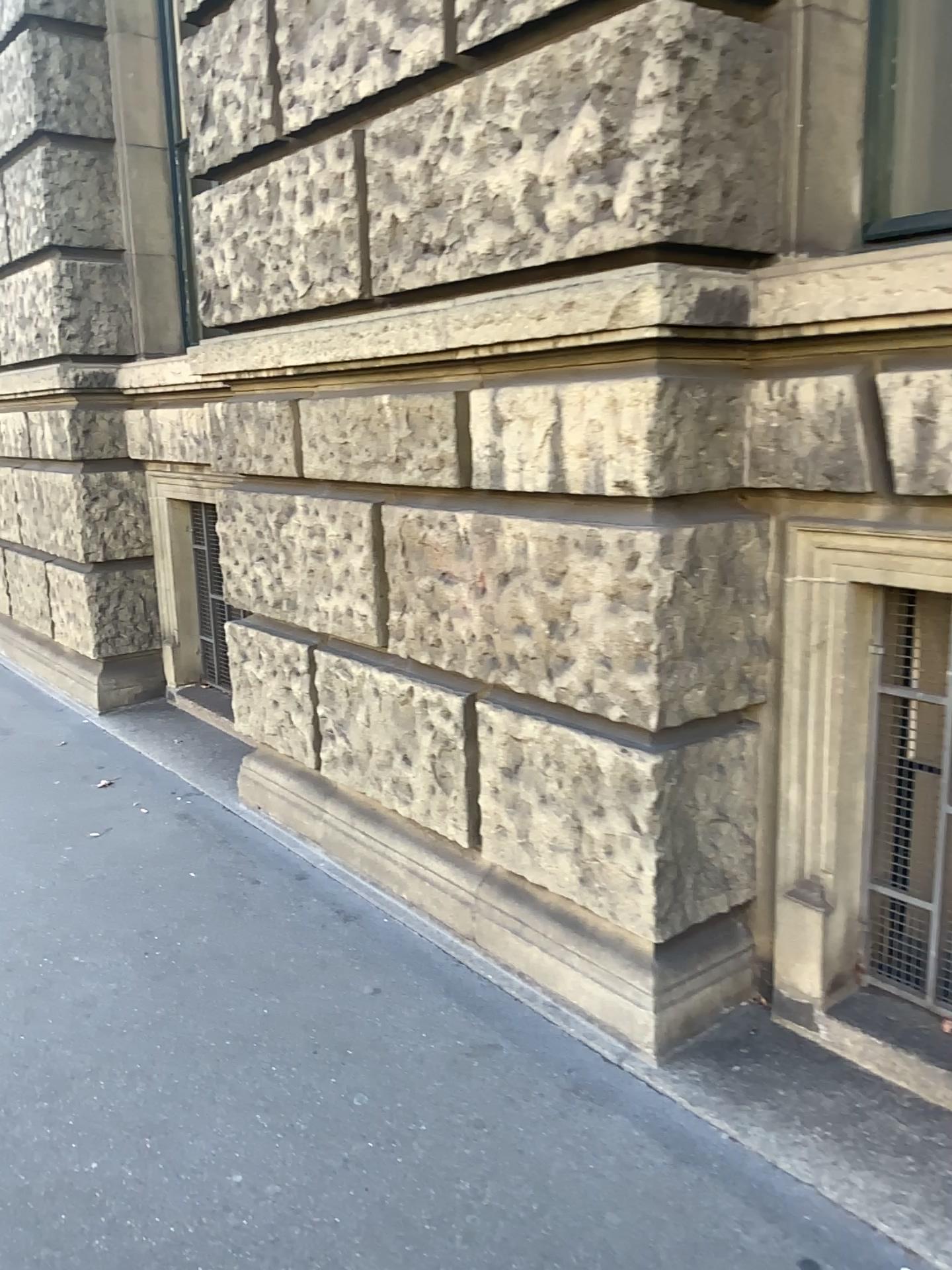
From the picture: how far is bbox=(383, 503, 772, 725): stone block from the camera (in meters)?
2.29

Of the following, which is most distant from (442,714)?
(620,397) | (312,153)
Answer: (312,153)

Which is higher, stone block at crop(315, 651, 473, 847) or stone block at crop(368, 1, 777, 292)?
stone block at crop(368, 1, 777, 292)

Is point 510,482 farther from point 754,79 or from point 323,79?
point 323,79

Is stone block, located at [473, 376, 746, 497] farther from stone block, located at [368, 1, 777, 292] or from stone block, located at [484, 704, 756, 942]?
stone block, located at [484, 704, 756, 942]

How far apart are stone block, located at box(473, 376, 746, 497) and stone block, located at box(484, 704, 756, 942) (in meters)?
0.58

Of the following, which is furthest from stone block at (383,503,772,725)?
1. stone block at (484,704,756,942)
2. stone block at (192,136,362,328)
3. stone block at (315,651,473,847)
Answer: stone block at (192,136,362,328)

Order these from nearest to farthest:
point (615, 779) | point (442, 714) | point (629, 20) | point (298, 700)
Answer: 1. point (629, 20)
2. point (615, 779)
3. point (442, 714)
4. point (298, 700)

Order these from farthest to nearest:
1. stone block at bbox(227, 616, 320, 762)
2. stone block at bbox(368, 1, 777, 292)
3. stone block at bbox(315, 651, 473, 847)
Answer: stone block at bbox(227, 616, 320, 762) → stone block at bbox(315, 651, 473, 847) → stone block at bbox(368, 1, 777, 292)

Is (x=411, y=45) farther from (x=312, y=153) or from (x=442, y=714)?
(x=442, y=714)
